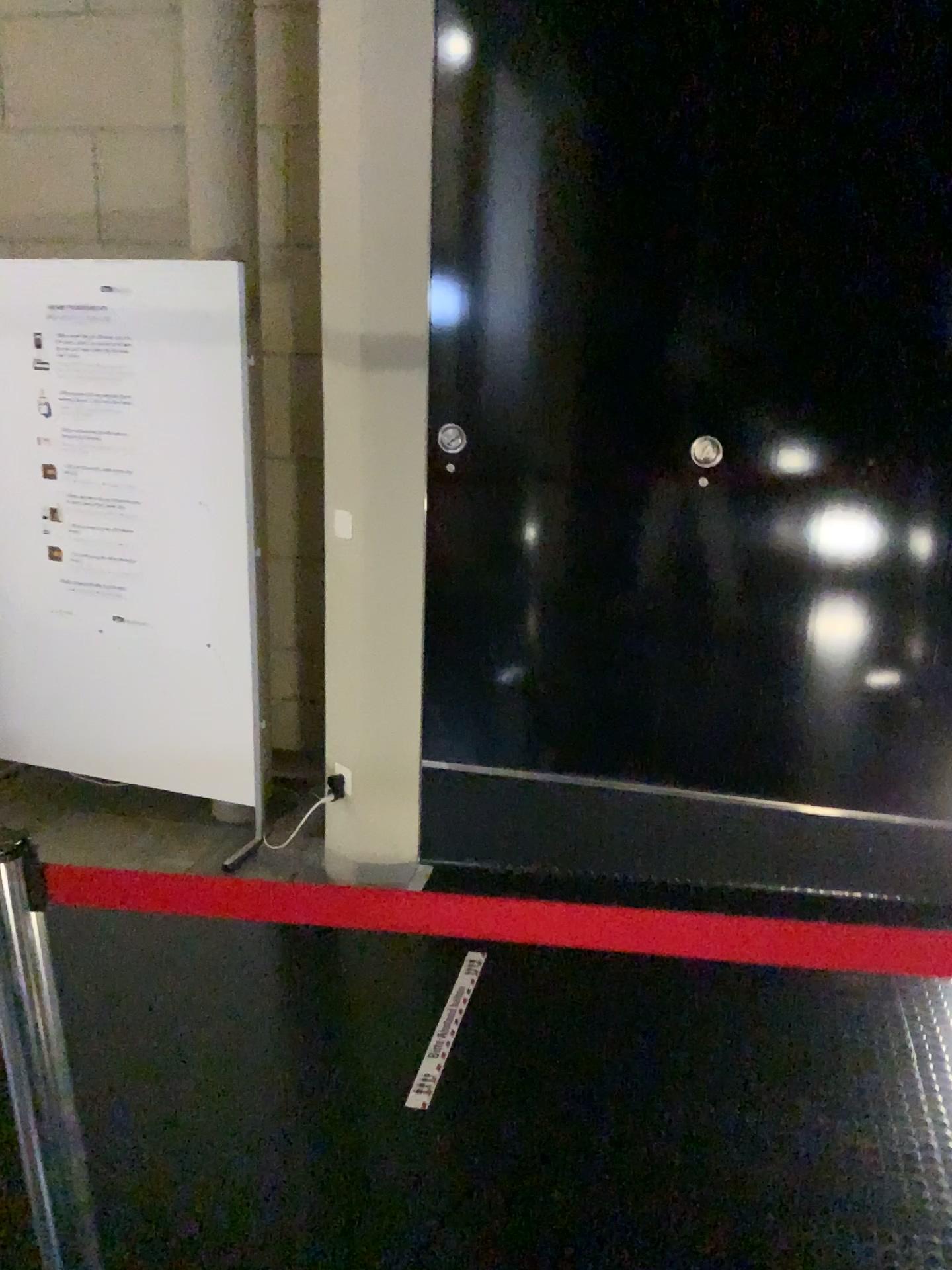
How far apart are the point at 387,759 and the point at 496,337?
1.30m

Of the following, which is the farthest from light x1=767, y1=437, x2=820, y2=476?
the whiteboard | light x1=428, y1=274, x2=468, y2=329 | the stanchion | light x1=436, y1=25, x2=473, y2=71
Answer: the stanchion

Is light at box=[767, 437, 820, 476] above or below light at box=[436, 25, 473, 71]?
below

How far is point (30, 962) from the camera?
1.22m

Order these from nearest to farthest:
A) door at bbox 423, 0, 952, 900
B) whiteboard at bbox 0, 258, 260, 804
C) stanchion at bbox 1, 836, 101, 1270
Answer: stanchion at bbox 1, 836, 101, 1270 → door at bbox 423, 0, 952, 900 → whiteboard at bbox 0, 258, 260, 804

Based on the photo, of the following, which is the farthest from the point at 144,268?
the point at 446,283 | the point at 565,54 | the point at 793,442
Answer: the point at 793,442

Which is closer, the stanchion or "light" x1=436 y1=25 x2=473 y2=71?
the stanchion

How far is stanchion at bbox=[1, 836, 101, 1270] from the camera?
1.22m

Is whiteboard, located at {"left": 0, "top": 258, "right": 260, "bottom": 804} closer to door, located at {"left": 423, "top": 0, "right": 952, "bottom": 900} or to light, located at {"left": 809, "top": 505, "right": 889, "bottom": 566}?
door, located at {"left": 423, "top": 0, "right": 952, "bottom": 900}

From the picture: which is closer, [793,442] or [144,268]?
[793,442]
